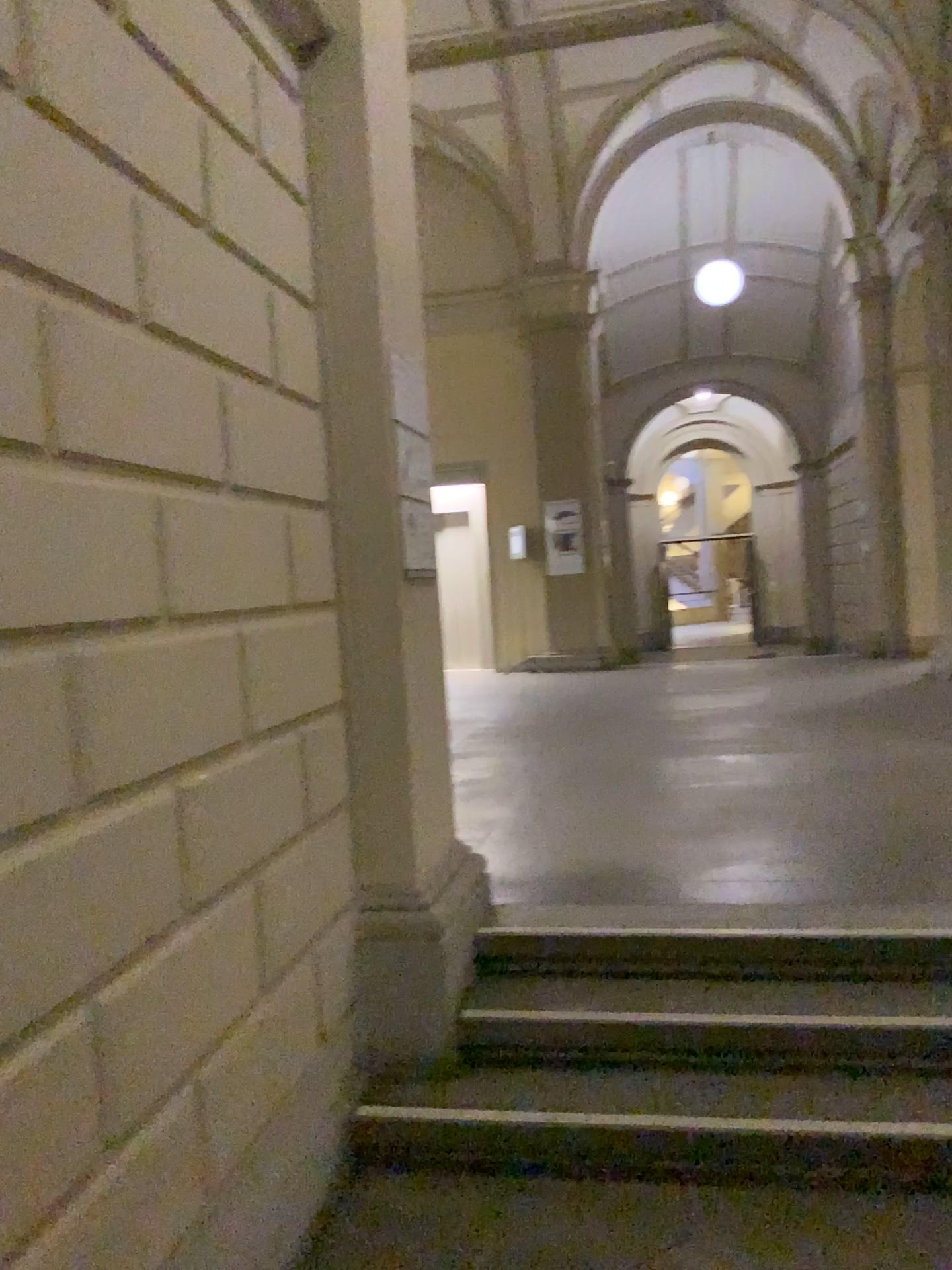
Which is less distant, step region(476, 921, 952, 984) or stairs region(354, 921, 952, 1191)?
stairs region(354, 921, 952, 1191)

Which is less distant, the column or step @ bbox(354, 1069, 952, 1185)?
step @ bbox(354, 1069, 952, 1185)

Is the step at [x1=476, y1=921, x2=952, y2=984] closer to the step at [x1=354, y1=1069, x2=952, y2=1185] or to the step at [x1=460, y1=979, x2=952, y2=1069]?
the step at [x1=460, y1=979, x2=952, y2=1069]

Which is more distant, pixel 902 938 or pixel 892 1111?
pixel 902 938

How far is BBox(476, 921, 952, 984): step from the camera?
3.1m

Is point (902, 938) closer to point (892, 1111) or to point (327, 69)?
point (892, 1111)

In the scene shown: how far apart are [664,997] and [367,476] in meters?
1.8 m

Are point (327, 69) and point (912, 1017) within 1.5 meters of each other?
no

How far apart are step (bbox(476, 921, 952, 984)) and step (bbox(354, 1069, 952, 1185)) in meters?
0.4 m

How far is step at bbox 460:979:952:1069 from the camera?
2.89m
